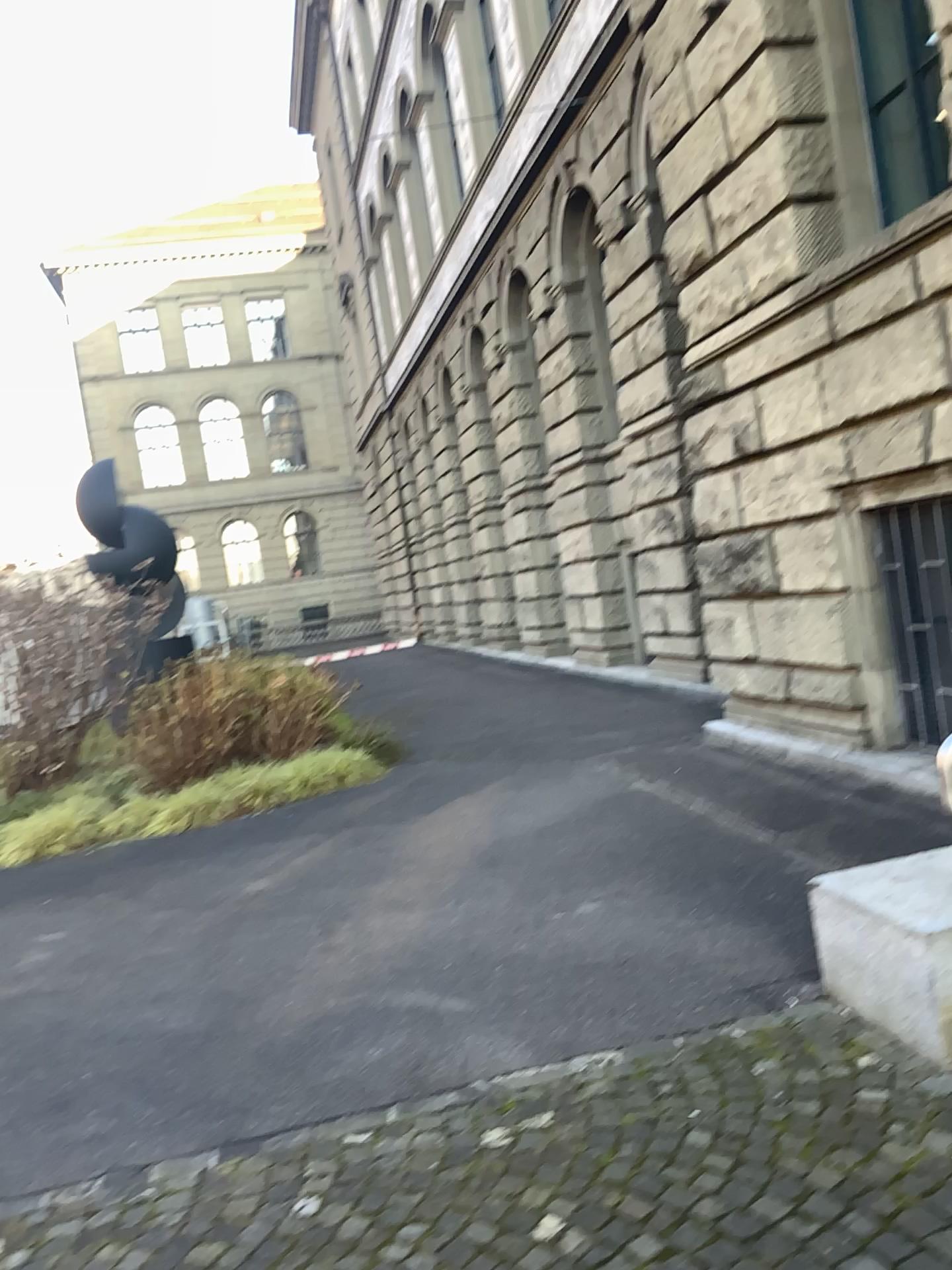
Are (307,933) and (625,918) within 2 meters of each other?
yes
